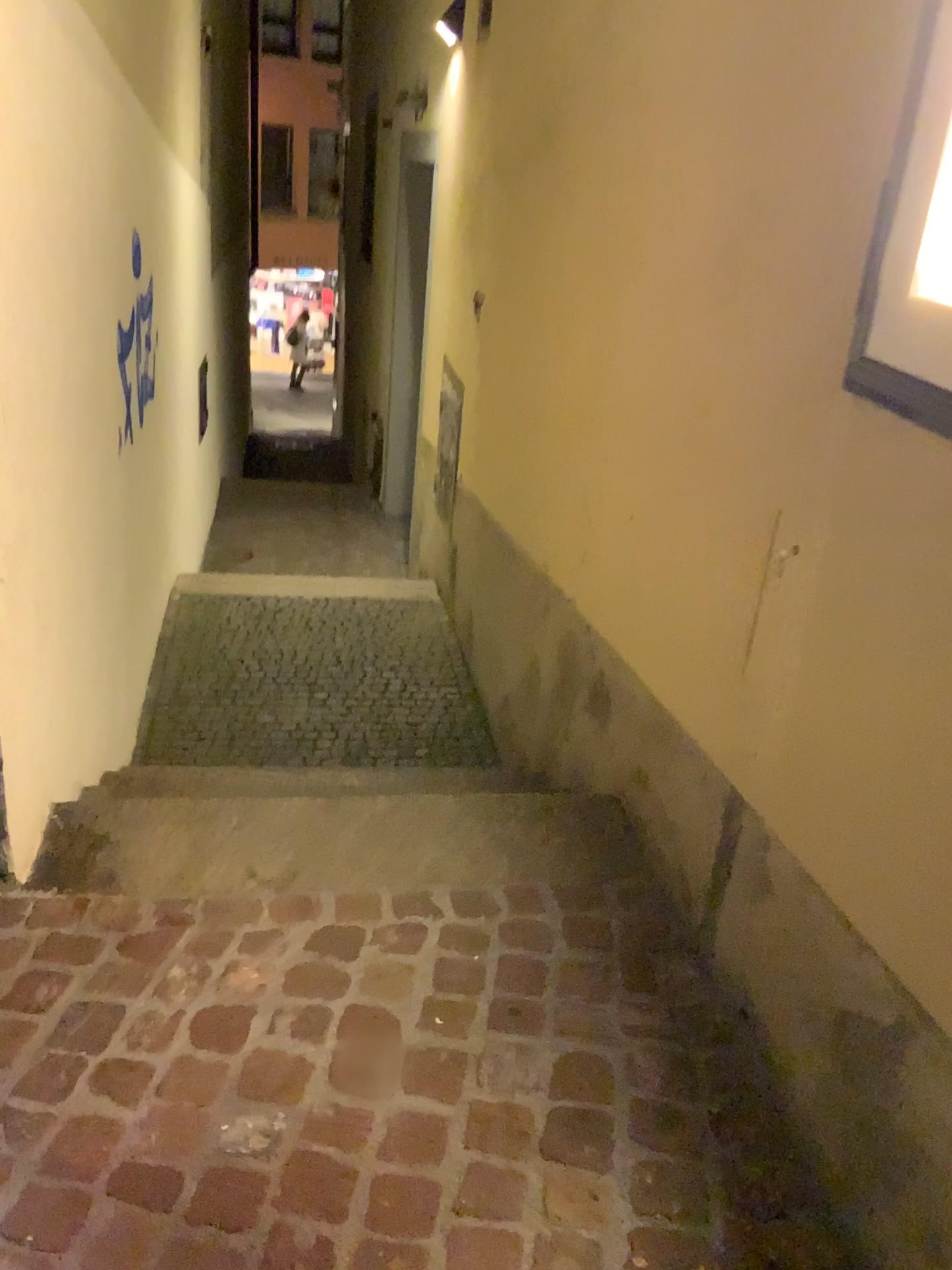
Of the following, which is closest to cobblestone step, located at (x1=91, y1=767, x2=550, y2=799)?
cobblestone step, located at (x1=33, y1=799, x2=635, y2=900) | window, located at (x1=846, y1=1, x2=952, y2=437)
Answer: cobblestone step, located at (x1=33, y1=799, x2=635, y2=900)

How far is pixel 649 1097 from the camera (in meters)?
1.57

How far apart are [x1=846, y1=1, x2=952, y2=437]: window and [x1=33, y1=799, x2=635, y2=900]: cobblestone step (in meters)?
1.19

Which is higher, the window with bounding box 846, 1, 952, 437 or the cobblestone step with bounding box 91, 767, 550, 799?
the window with bounding box 846, 1, 952, 437

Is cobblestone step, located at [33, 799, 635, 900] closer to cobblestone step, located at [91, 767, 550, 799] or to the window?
cobblestone step, located at [91, 767, 550, 799]

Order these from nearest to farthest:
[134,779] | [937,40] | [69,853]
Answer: [937,40], [69,853], [134,779]

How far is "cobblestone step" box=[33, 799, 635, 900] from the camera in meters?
2.1 m

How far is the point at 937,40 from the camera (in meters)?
1.18

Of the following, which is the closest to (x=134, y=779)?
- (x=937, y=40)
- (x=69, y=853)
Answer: (x=69, y=853)

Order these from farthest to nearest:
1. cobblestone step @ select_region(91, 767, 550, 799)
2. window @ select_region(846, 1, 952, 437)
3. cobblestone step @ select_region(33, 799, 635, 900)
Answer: cobblestone step @ select_region(91, 767, 550, 799), cobblestone step @ select_region(33, 799, 635, 900), window @ select_region(846, 1, 952, 437)
